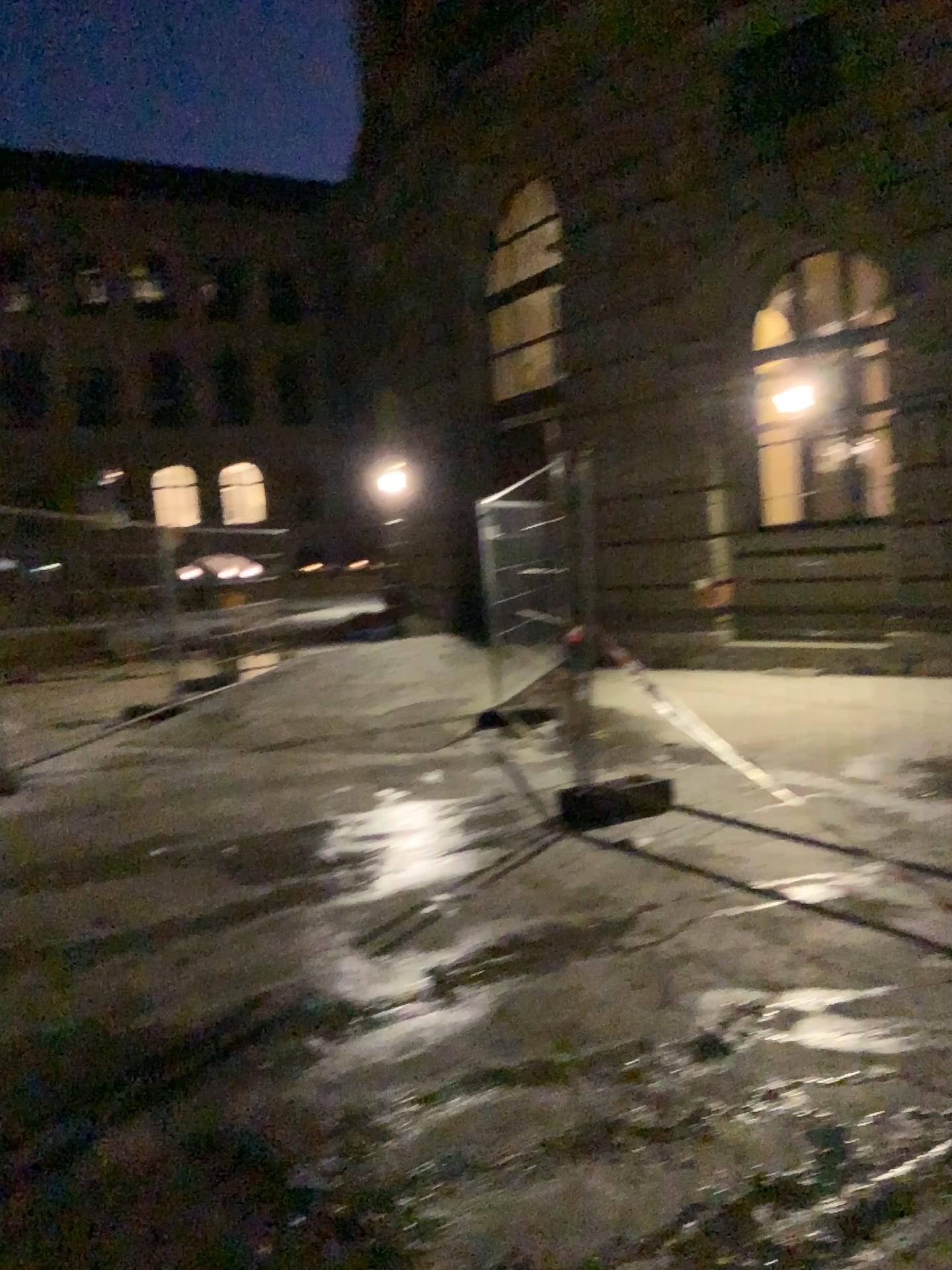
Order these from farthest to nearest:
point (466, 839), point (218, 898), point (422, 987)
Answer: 1. point (466, 839)
2. point (218, 898)
3. point (422, 987)
